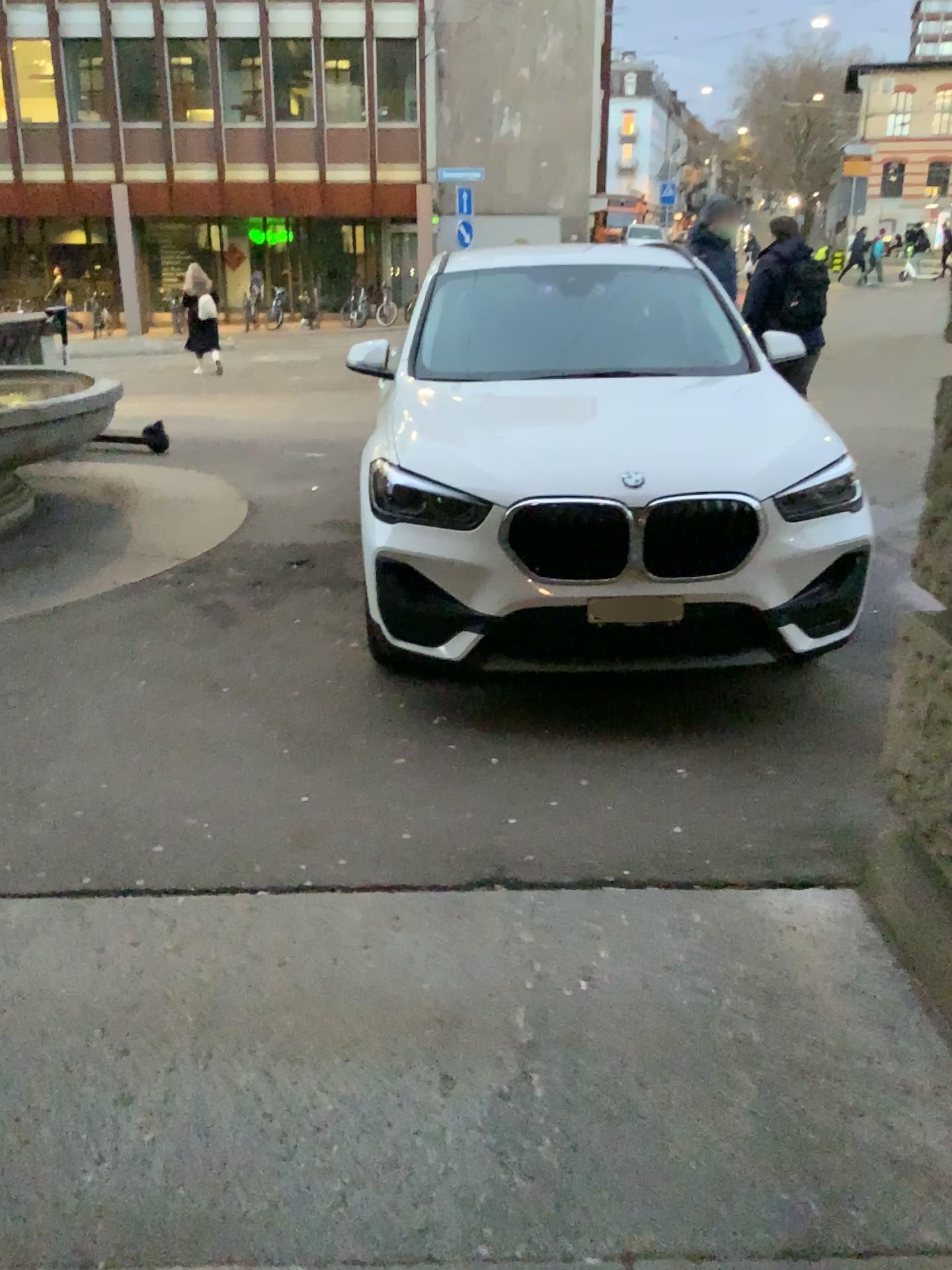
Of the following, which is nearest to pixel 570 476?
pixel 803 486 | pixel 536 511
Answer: pixel 536 511

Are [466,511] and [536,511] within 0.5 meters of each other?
yes

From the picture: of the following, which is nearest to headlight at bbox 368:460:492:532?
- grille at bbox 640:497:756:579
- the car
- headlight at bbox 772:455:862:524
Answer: the car

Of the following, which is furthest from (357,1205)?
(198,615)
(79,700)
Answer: (198,615)

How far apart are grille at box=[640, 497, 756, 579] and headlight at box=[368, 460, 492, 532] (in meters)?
0.58

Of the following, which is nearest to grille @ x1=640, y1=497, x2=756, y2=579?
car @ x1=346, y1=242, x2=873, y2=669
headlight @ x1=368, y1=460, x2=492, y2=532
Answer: car @ x1=346, y1=242, x2=873, y2=669

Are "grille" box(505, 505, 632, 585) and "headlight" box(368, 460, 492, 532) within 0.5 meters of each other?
yes

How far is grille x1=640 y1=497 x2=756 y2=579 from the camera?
3.50m

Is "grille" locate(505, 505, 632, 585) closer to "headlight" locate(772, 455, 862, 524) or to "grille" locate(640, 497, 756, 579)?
"grille" locate(640, 497, 756, 579)

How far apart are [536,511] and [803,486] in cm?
88
